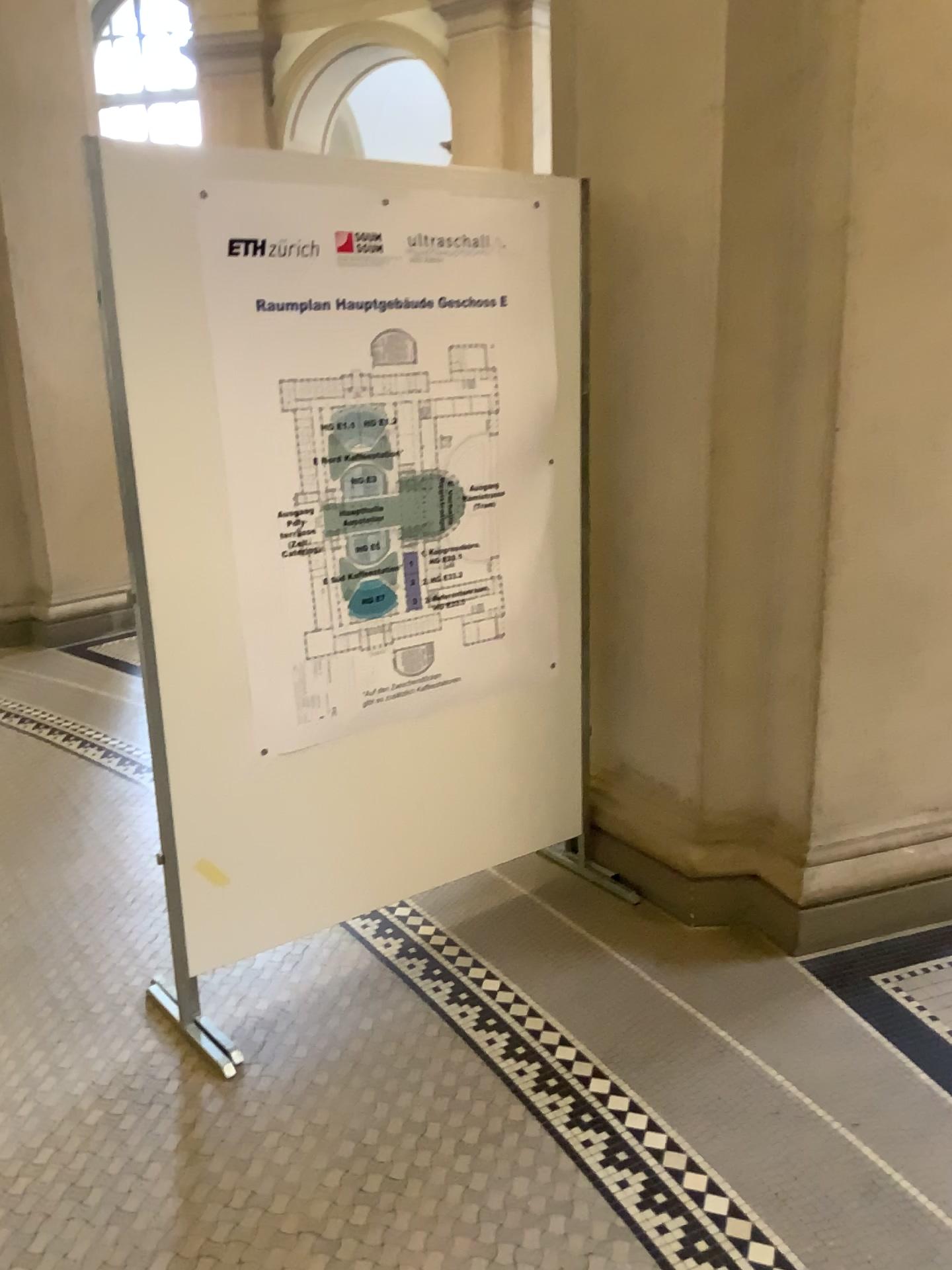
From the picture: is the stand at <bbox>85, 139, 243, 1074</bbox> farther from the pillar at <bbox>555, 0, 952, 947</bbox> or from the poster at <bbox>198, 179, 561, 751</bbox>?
the pillar at <bbox>555, 0, 952, 947</bbox>

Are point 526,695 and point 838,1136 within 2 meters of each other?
yes

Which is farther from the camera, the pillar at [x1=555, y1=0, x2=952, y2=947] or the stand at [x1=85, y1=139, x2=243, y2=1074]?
the pillar at [x1=555, y1=0, x2=952, y2=947]

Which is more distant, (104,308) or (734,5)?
(734,5)

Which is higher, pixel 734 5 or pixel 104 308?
pixel 734 5

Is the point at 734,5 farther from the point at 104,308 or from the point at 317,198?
the point at 104,308

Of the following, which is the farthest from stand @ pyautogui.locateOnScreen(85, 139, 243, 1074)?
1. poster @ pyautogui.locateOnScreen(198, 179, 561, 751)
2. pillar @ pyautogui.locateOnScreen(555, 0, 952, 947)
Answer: pillar @ pyautogui.locateOnScreen(555, 0, 952, 947)
